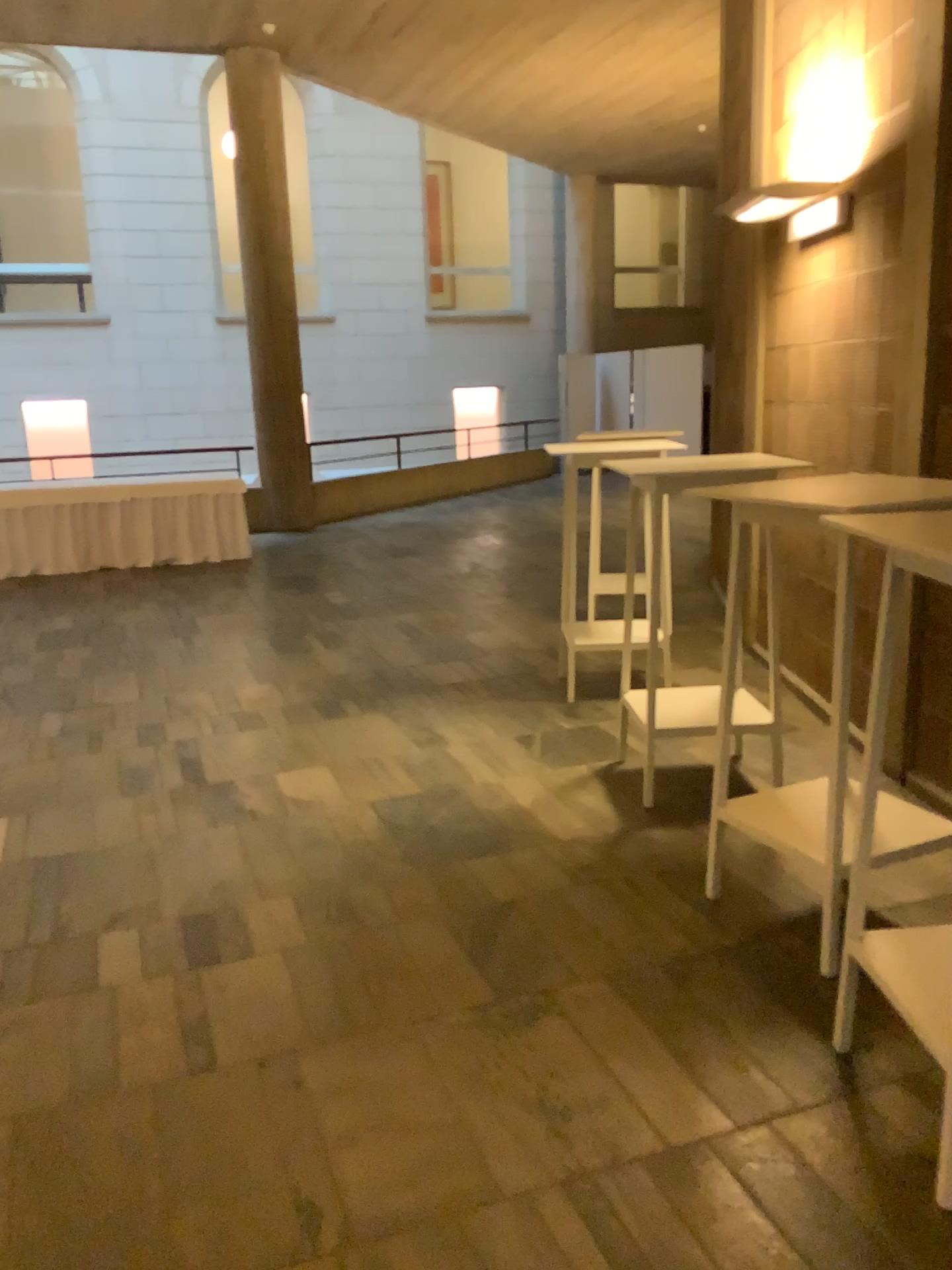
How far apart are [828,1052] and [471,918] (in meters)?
1.03

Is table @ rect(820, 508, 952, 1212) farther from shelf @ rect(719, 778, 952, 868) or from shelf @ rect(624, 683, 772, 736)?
shelf @ rect(624, 683, 772, 736)

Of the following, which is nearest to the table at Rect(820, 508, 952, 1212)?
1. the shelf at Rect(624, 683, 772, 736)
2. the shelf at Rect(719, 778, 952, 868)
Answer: the shelf at Rect(719, 778, 952, 868)

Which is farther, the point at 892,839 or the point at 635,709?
the point at 635,709

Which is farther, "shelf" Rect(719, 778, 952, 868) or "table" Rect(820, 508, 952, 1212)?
"shelf" Rect(719, 778, 952, 868)

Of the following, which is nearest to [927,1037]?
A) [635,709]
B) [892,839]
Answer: [892,839]

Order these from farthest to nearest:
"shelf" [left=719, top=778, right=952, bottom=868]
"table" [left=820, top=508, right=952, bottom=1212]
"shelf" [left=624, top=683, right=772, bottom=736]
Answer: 1. "shelf" [left=624, top=683, right=772, bottom=736]
2. "shelf" [left=719, top=778, right=952, bottom=868]
3. "table" [left=820, top=508, right=952, bottom=1212]

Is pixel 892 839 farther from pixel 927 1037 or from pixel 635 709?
pixel 635 709
